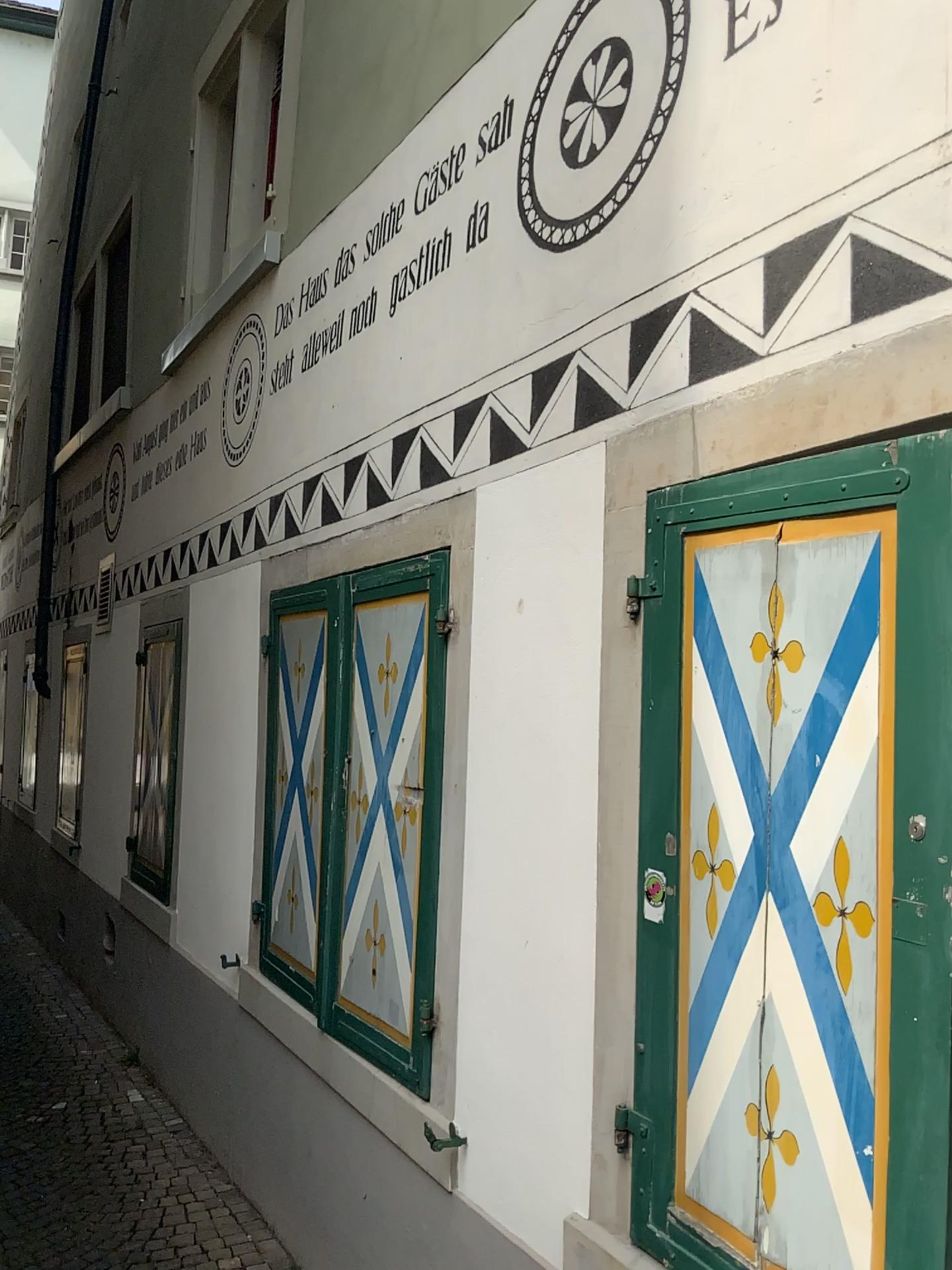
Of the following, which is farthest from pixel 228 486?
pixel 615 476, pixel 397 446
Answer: pixel 615 476
